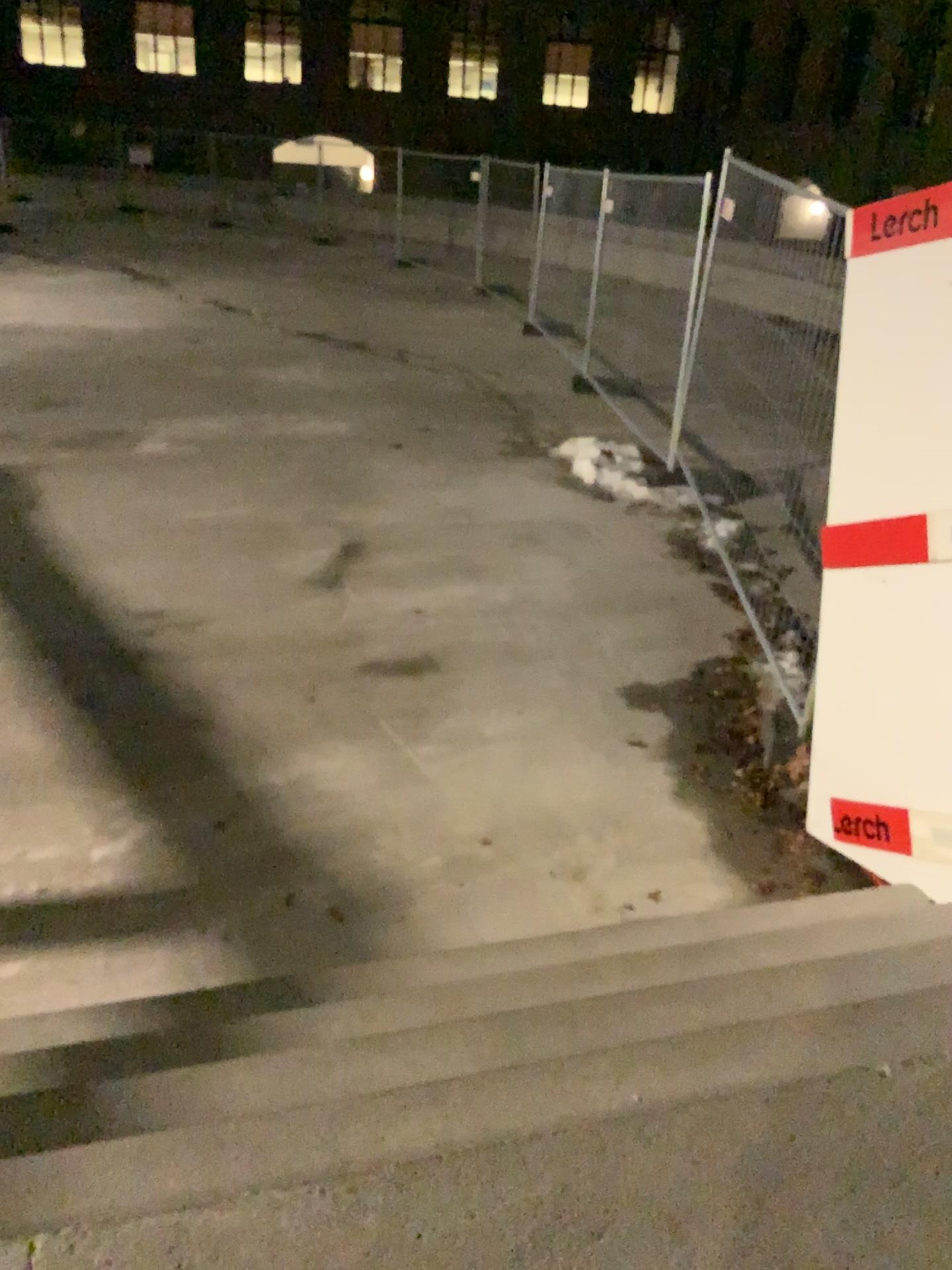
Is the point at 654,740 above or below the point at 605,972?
below
